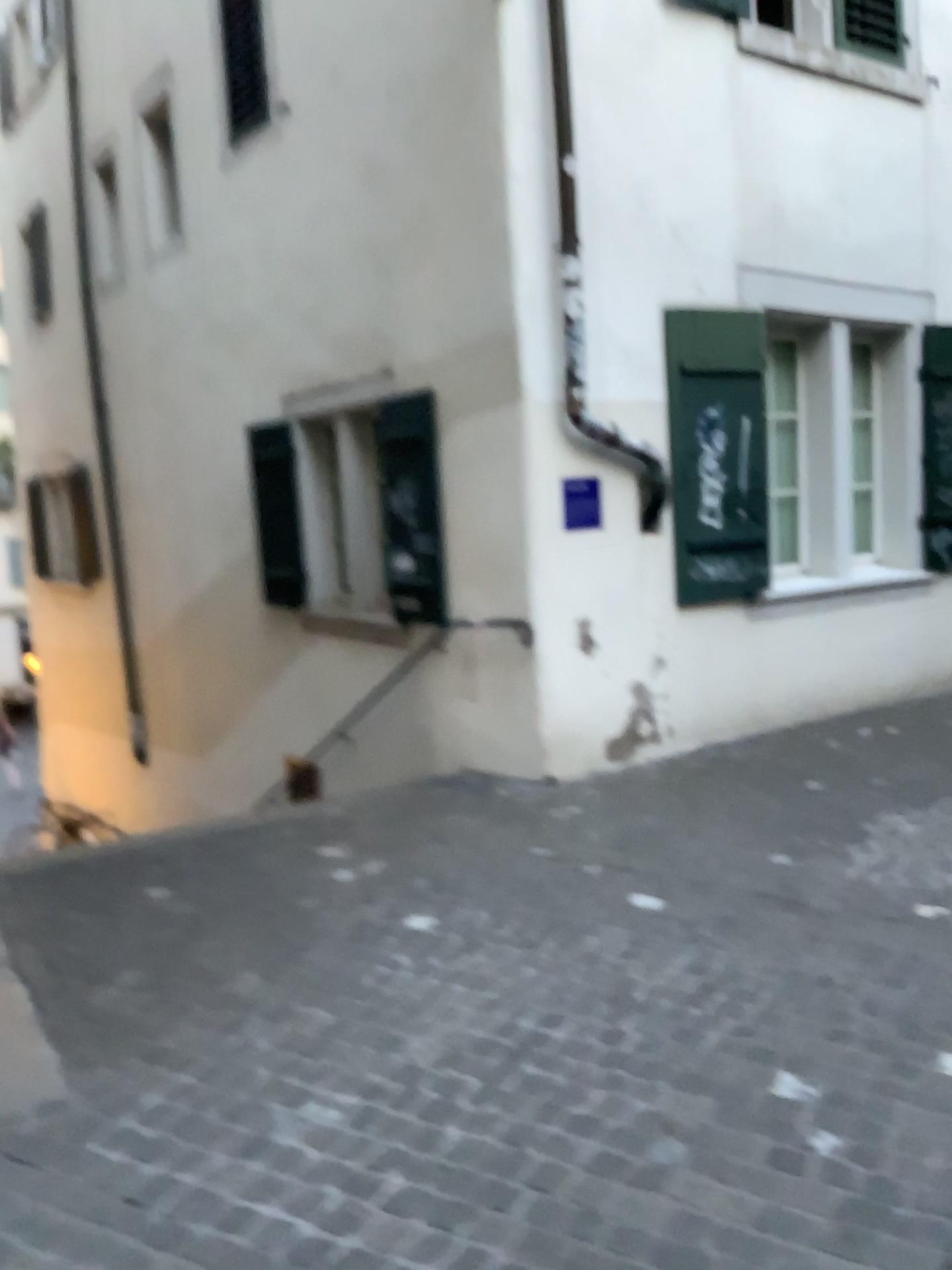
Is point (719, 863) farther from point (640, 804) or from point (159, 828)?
point (159, 828)
